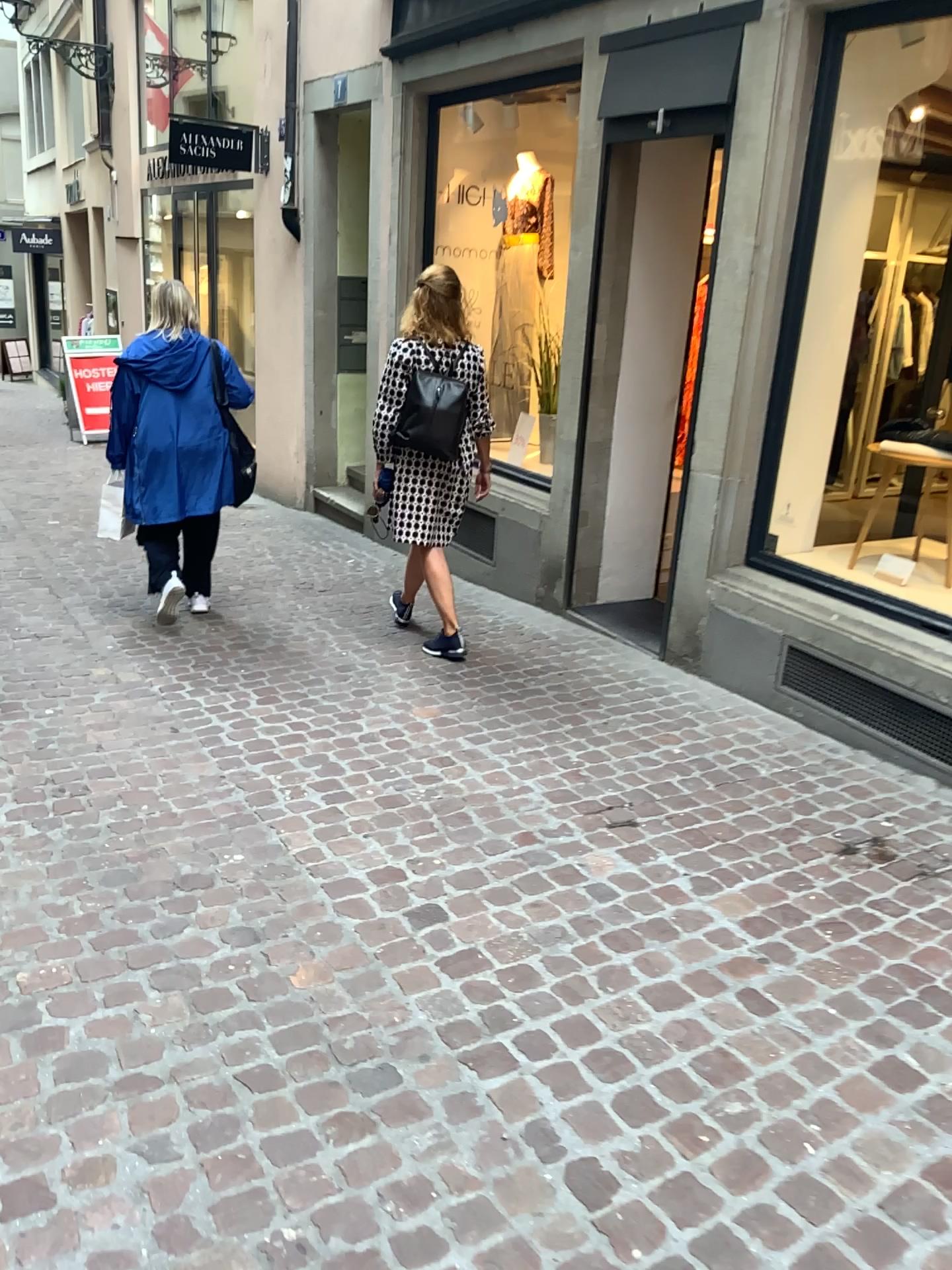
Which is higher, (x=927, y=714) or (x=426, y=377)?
(x=426, y=377)

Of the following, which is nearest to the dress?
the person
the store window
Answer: the person

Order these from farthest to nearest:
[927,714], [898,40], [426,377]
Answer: [426,377] → [898,40] → [927,714]

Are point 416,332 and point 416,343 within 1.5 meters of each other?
yes

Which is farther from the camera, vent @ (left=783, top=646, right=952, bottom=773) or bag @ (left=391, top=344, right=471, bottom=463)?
bag @ (left=391, top=344, right=471, bottom=463)

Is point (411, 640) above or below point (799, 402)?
below

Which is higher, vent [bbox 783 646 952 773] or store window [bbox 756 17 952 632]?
store window [bbox 756 17 952 632]

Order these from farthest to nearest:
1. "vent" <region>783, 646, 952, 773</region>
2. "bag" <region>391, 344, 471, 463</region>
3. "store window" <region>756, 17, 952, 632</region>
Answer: "bag" <region>391, 344, 471, 463</region>, "store window" <region>756, 17, 952, 632</region>, "vent" <region>783, 646, 952, 773</region>

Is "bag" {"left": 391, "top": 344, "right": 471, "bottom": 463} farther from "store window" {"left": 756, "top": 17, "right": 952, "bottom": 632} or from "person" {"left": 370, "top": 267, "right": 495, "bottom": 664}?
"store window" {"left": 756, "top": 17, "right": 952, "bottom": 632}

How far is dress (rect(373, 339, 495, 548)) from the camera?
4.3 meters
